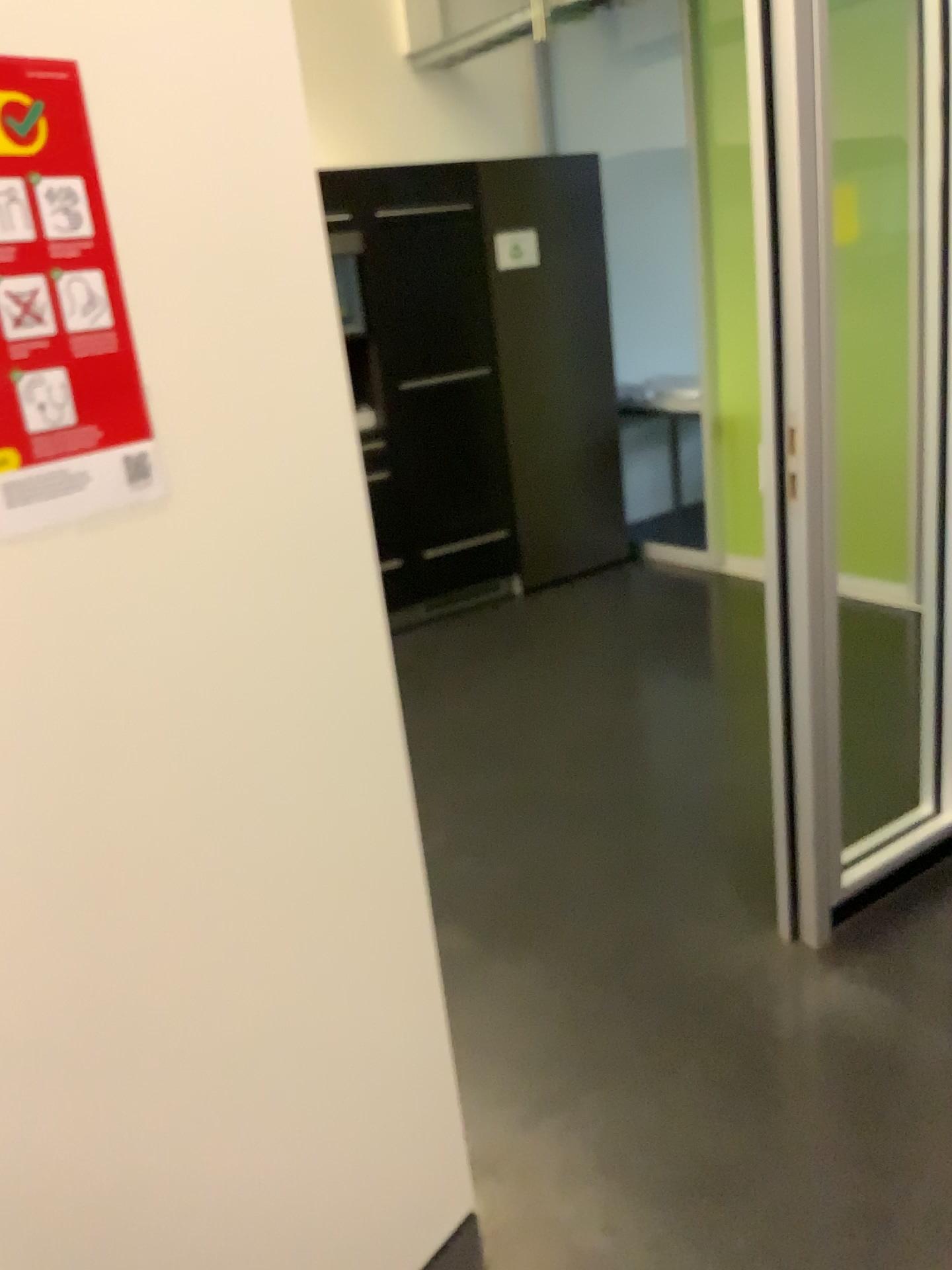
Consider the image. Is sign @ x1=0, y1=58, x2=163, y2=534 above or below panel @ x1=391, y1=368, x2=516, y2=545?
above

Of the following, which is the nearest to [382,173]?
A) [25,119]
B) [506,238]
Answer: [506,238]

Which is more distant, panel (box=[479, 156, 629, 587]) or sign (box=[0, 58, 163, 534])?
panel (box=[479, 156, 629, 587])

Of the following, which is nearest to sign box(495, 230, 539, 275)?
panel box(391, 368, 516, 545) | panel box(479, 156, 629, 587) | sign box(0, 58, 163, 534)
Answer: panel box(479, 156, 629, 587)

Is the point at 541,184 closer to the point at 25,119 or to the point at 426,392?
the point at 426,392

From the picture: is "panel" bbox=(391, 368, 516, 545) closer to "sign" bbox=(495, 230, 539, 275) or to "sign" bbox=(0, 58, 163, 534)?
"sign" bbox=(495, 230, 539, 275)

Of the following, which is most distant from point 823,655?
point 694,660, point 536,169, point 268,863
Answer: point 536,169

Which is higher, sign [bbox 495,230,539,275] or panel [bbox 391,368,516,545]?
sign [bbox 495,230,539,275]

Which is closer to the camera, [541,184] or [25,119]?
[25,119]

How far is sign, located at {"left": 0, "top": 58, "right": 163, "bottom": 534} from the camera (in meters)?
0.98
